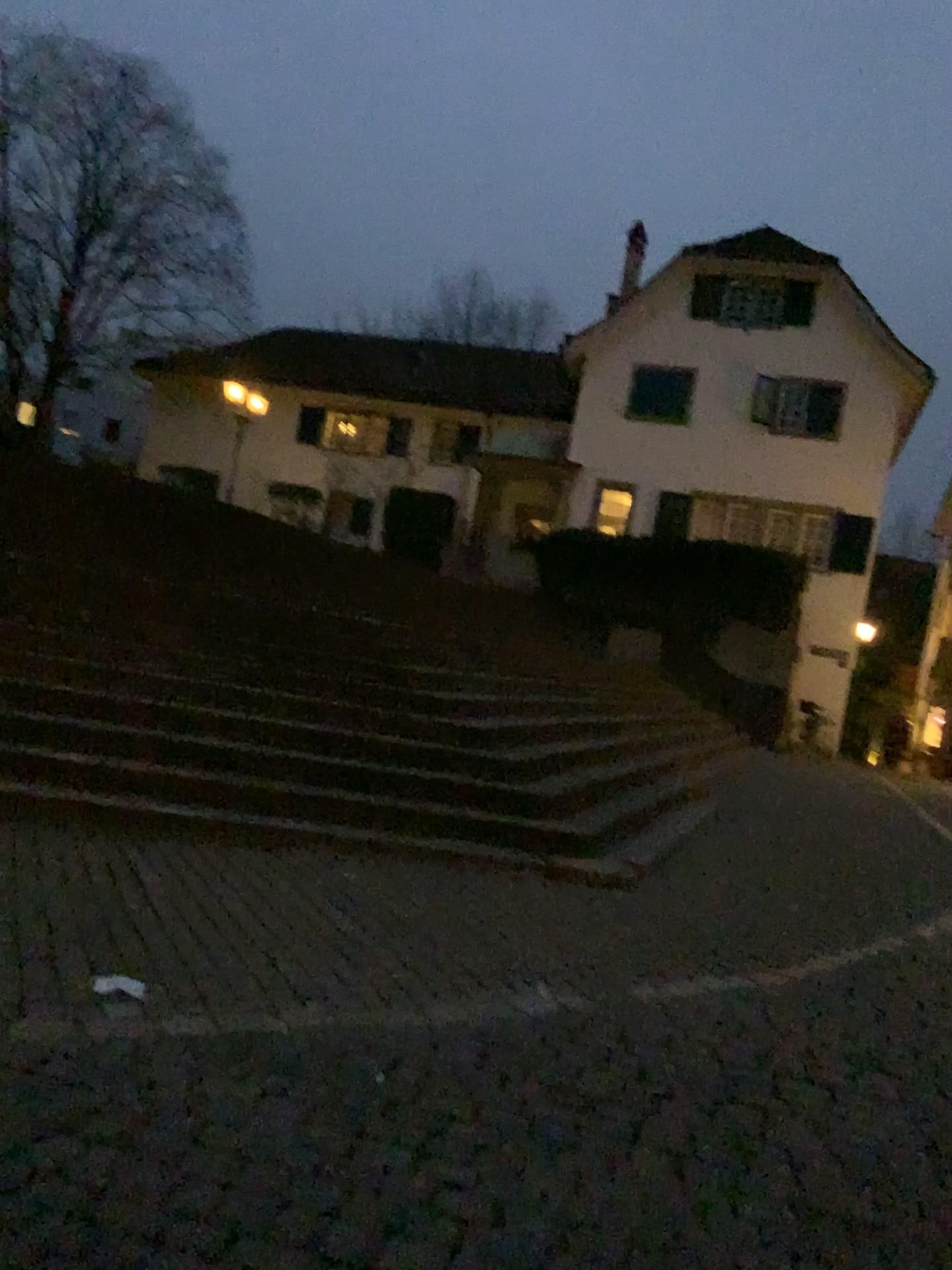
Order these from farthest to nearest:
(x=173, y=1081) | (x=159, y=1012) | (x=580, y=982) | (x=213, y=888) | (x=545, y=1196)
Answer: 1. (x=213, y=888)
2. (x=580, y=982)
3. (x=159, y=1012)
4. (x=173, y=1081)
5. (x=545, y=1196)
